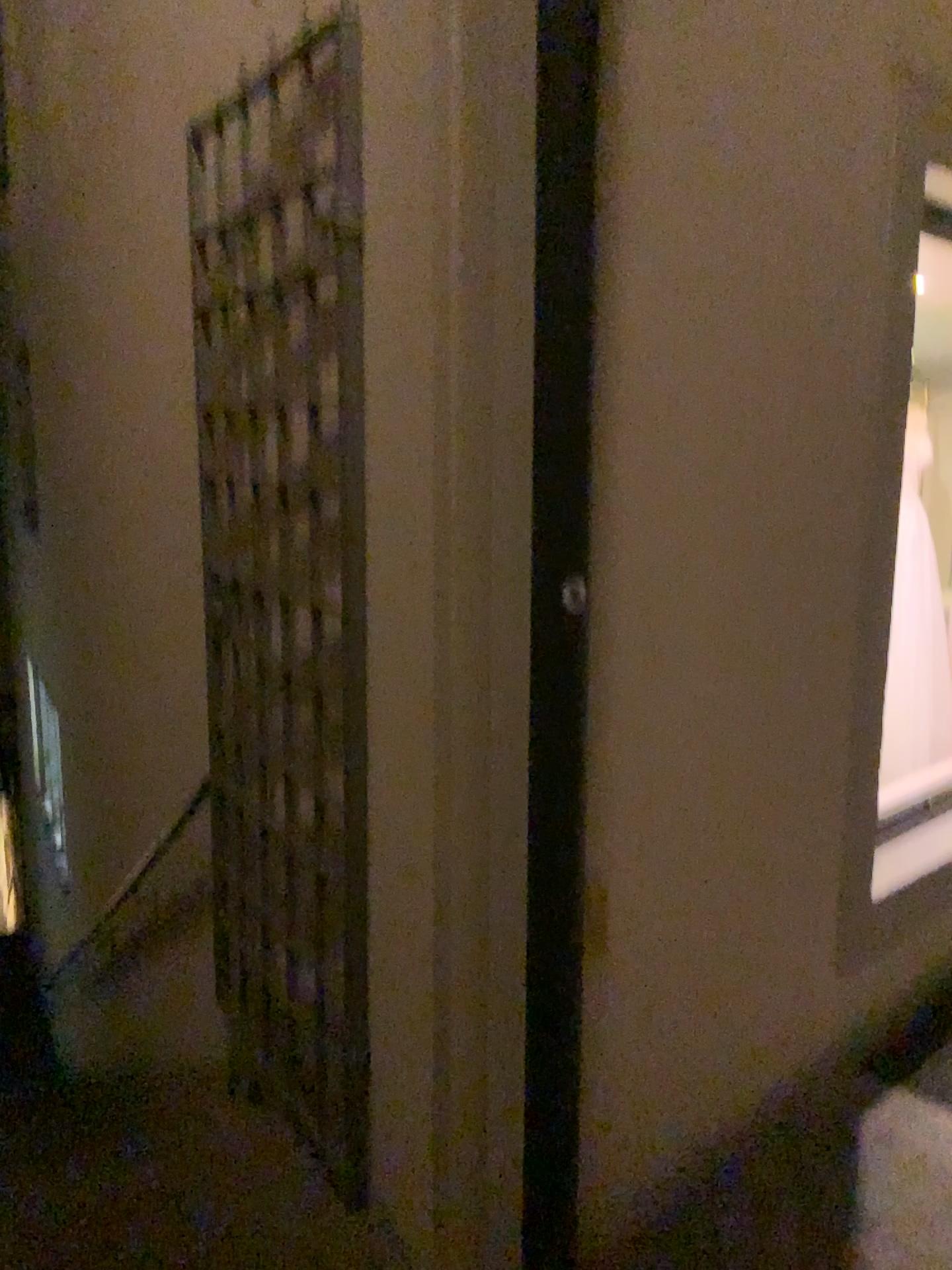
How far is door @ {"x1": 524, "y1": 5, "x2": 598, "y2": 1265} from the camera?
1.4m

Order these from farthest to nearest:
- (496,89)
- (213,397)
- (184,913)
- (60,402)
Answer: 1. (60,402)
2. (184,913)
3. (213,397)
4. (496,89)

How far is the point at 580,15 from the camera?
1.4m

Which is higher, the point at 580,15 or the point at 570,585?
the point at 580,15
